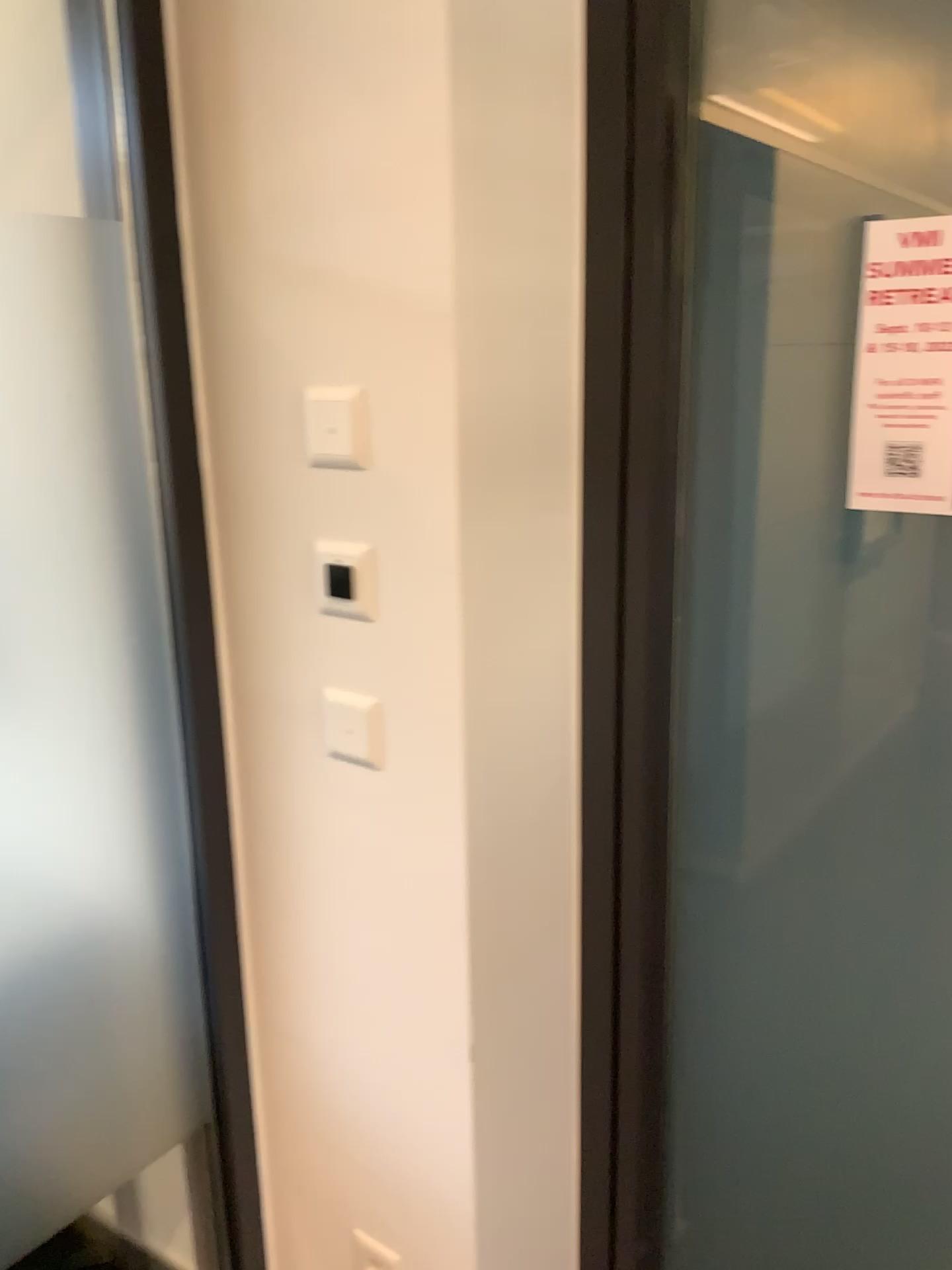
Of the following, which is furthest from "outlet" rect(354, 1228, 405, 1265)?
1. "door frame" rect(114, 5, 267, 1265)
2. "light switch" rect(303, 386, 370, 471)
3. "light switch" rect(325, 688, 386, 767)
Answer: "light switch" rect(303, 386, 370, 471)

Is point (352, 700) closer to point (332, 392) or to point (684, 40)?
point (332, 392)

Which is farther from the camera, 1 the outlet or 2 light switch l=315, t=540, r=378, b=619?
1 the outlet

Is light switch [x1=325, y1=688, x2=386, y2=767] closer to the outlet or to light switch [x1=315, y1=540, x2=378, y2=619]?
light switch [x1=315, y1=540, x2=378, y2=619]

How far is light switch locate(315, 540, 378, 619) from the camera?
1.2m

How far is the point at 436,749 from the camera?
1.2 meters

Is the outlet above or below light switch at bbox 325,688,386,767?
below

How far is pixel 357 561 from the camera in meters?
1.2 m

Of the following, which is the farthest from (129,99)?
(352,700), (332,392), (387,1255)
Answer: (387,1255)

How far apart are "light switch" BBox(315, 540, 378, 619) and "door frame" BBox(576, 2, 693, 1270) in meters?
0.3 m
